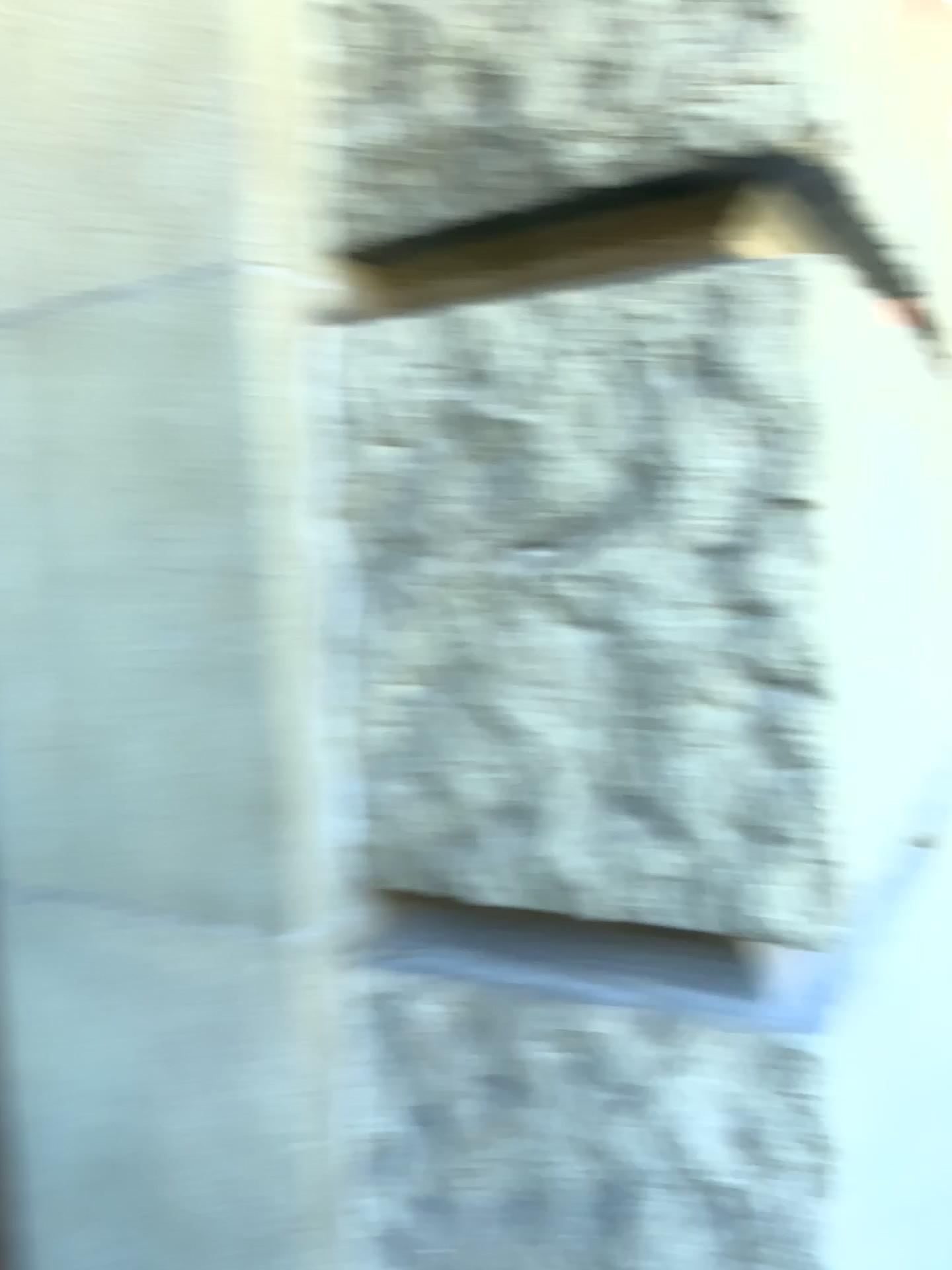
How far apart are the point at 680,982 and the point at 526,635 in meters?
0.3 m
